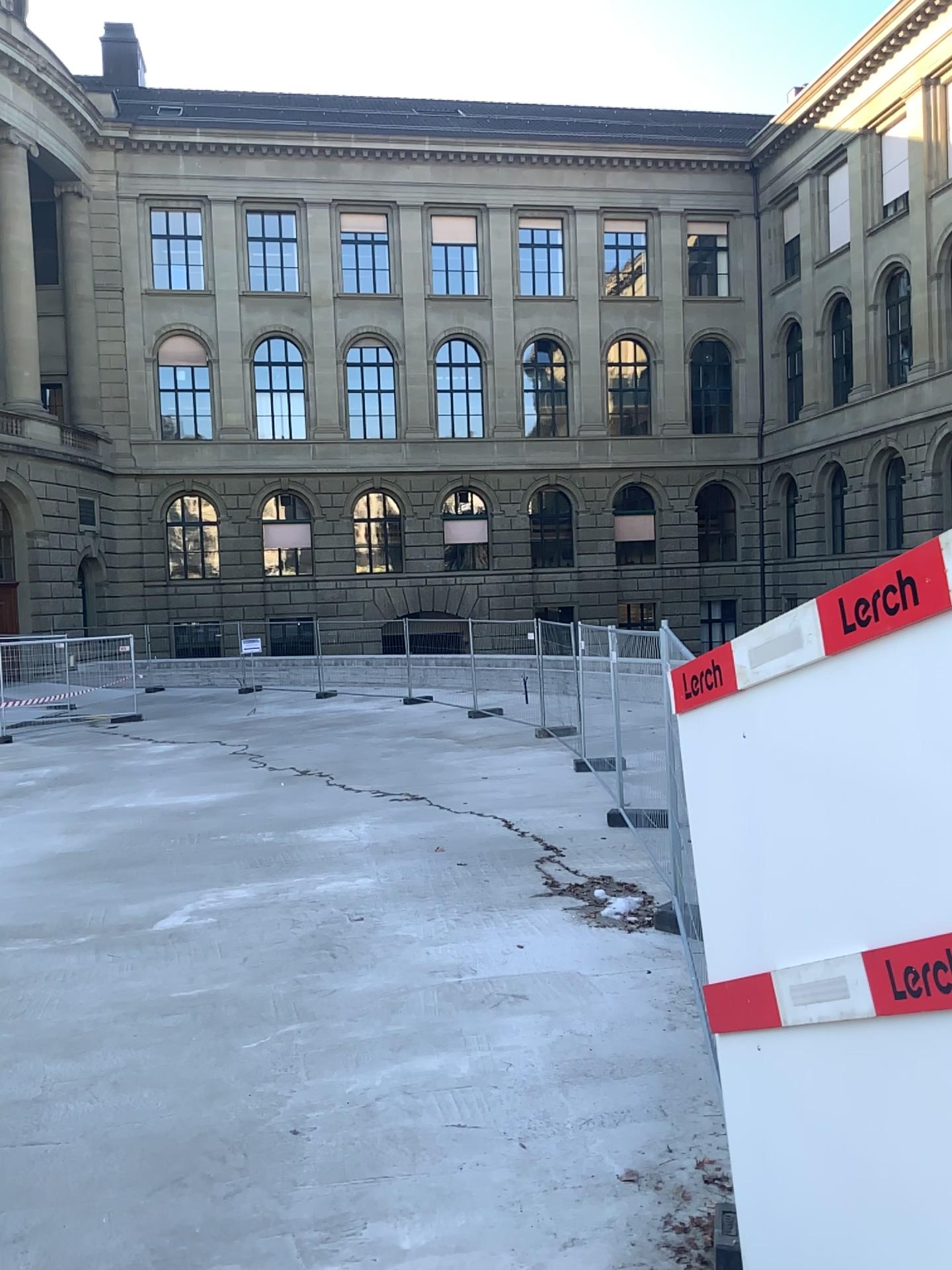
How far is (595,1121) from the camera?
4.5 meters
